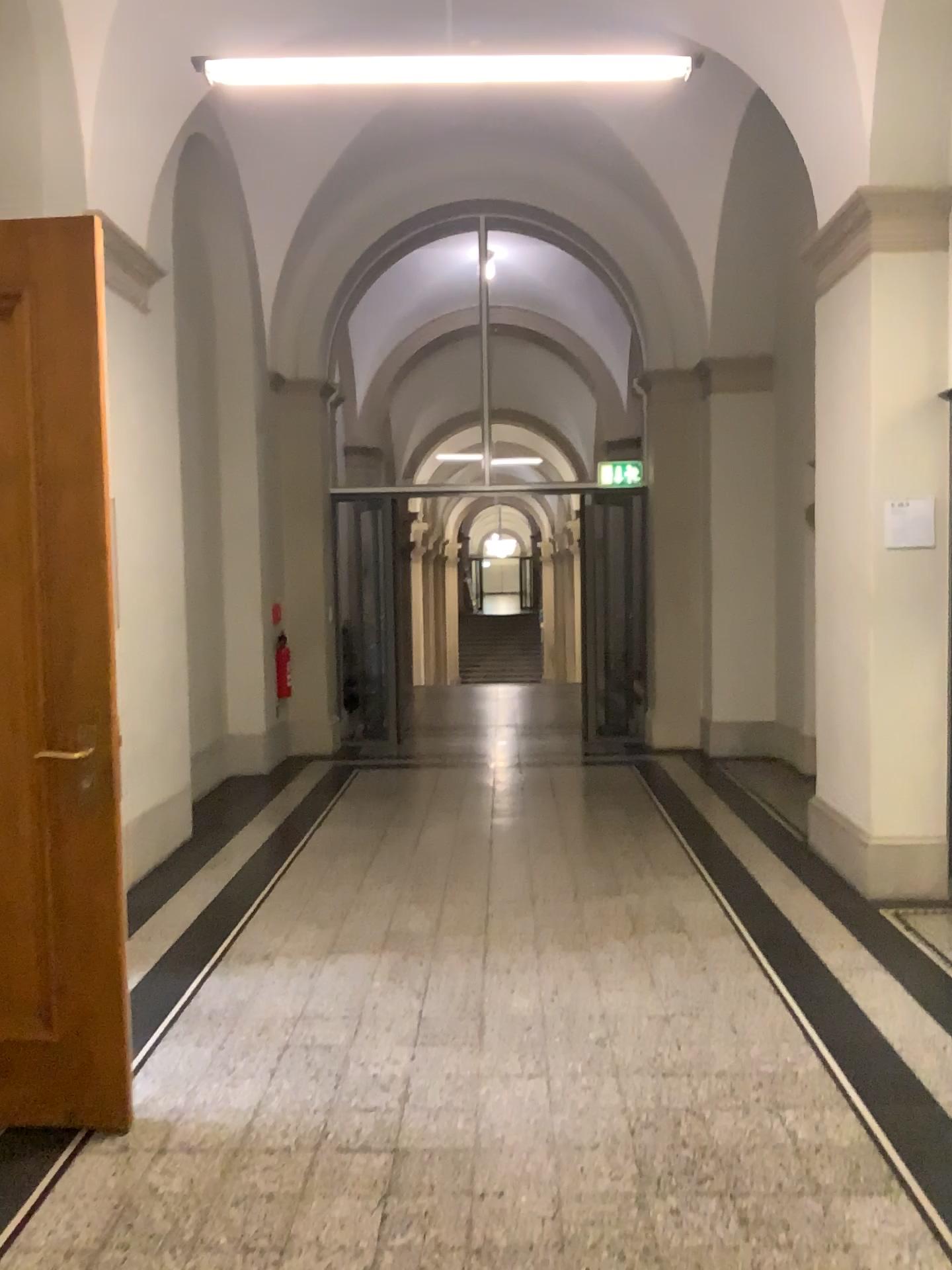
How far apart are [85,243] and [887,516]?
3.4 meters

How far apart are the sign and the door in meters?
3.3 m

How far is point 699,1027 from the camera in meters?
3.4

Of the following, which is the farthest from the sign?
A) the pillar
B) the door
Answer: the door

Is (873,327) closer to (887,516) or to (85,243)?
(887,516)

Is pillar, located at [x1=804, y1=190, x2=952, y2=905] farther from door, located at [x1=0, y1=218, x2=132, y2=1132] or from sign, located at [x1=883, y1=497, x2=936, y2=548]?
door, located at [x1=0, y1=218, x2=132, y2=1132]

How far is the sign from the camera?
4.60m

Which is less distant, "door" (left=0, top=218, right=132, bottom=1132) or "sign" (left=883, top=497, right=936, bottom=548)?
"door" (left=0, top=218, right=132, bottom=1132)

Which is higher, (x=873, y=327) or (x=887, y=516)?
(x=873, y=327)
